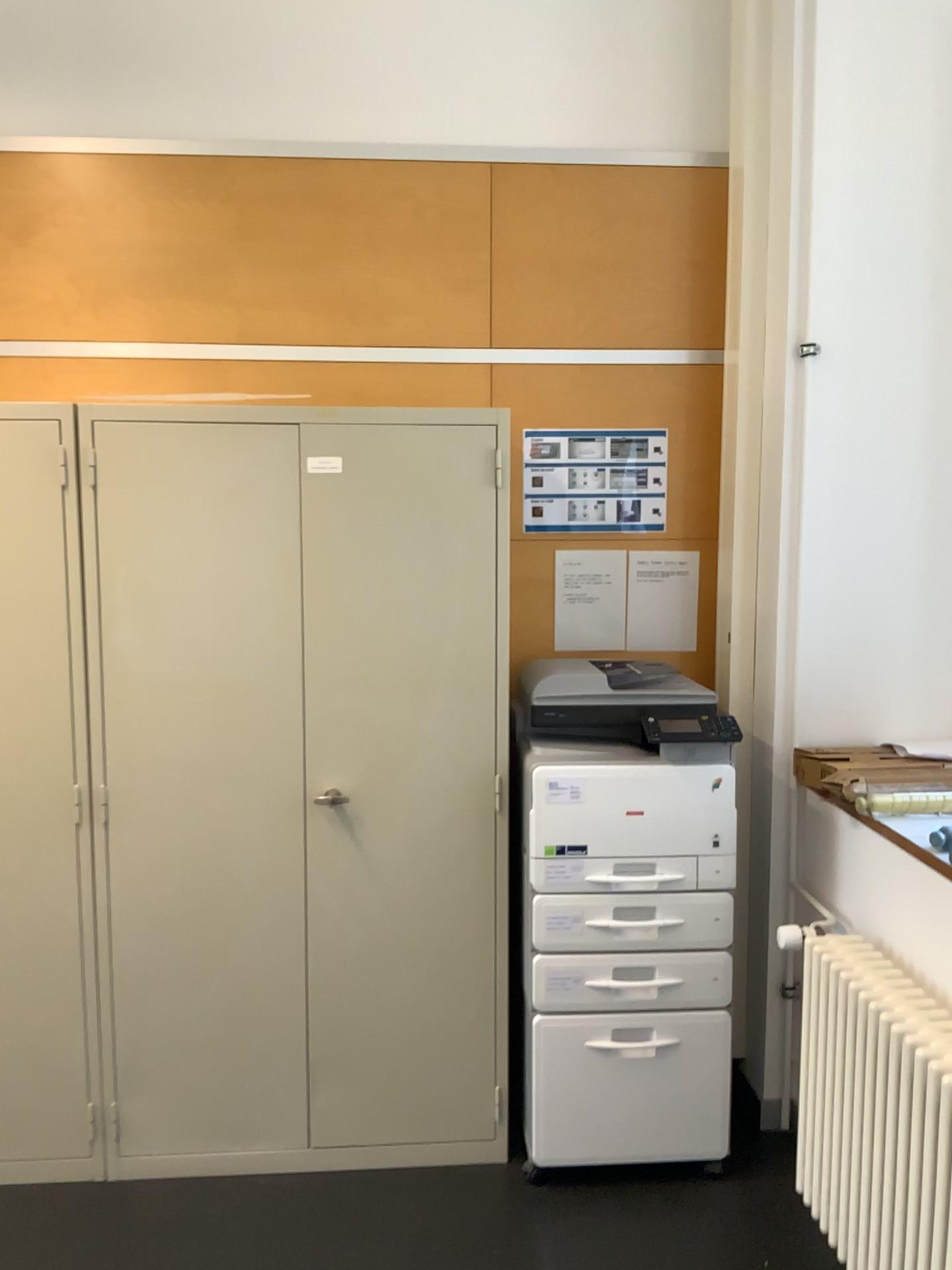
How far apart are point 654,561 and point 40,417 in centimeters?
170cm

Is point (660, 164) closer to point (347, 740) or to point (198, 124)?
point (198, 124)

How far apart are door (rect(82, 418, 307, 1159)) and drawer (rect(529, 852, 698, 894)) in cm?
57

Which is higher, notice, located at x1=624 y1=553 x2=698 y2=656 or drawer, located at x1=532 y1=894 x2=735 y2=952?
notice, located at x1=624 y1=553 x2=698 y2=656

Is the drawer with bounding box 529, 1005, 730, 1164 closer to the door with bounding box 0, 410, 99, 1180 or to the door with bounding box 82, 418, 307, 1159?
the door with bounding box 82, 418, 307, 1159

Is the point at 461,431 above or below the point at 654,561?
above

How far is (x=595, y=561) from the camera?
3.1m

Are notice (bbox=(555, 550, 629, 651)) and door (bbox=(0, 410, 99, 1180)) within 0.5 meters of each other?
no

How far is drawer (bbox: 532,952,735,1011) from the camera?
2.56m

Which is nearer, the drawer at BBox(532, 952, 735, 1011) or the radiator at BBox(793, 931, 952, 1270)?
the radiator at BBox(793, 931, 952, 1270)
